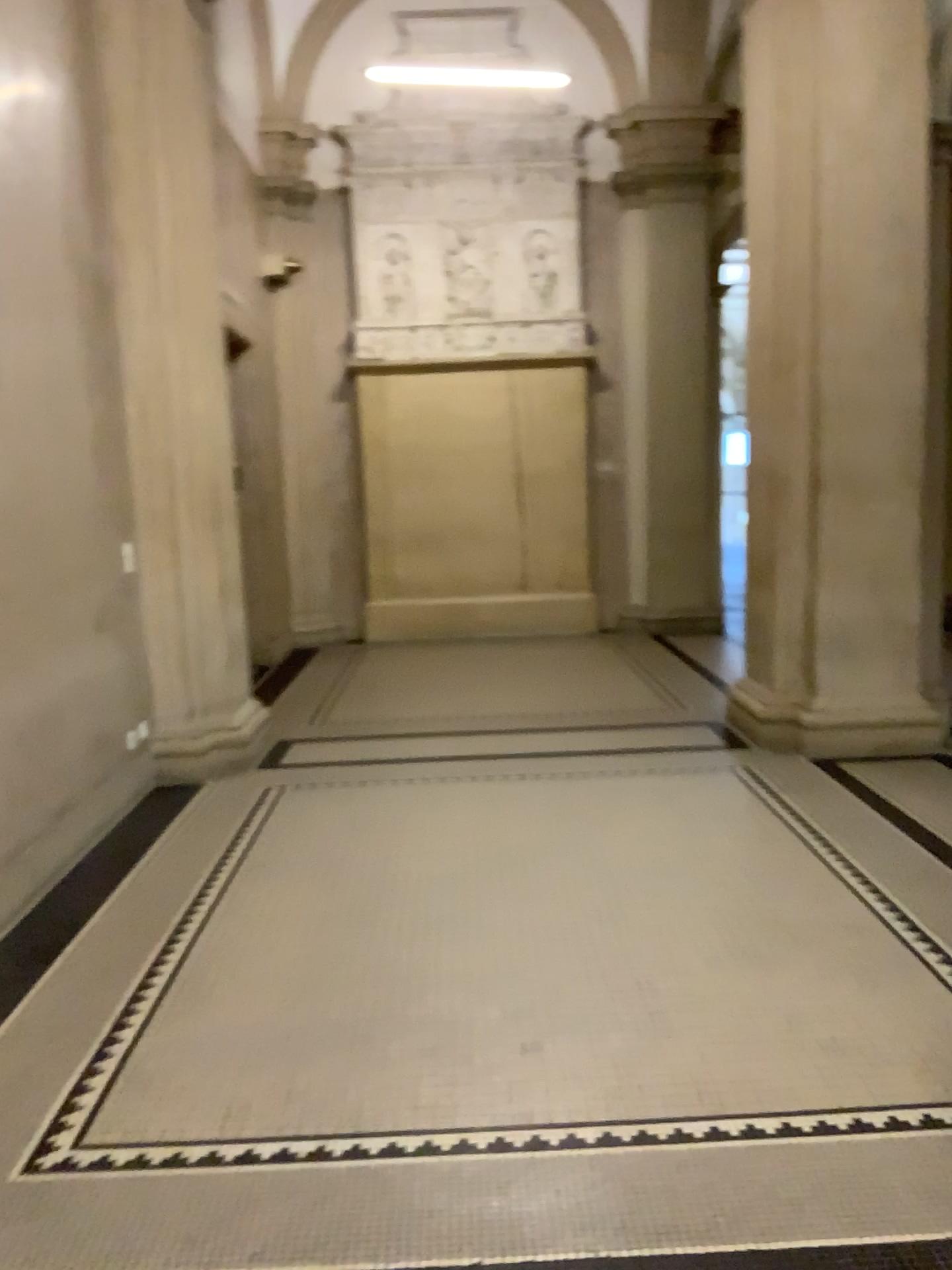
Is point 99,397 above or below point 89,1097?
above
